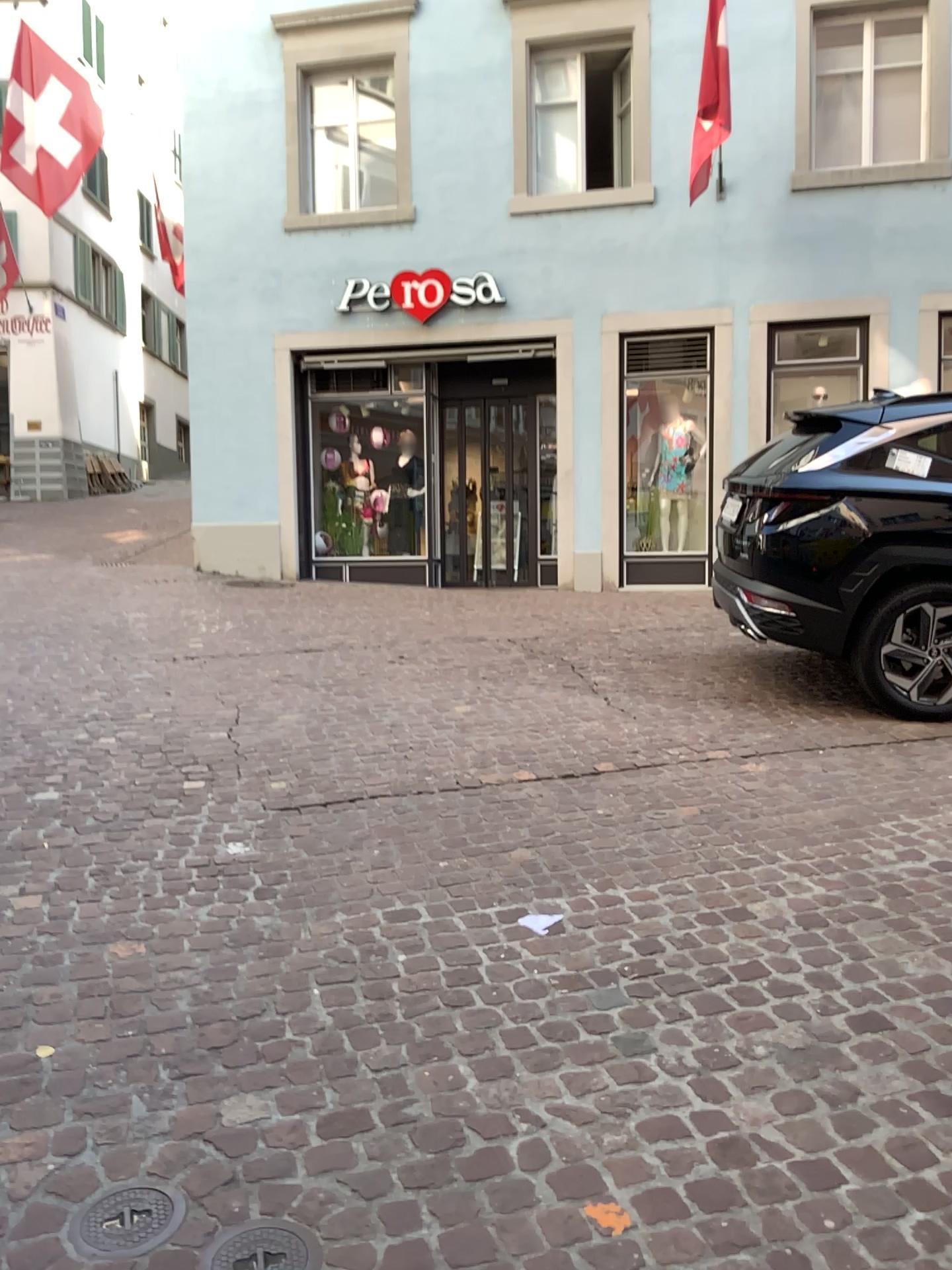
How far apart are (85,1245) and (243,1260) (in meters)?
0.30

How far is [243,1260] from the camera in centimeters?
181cm

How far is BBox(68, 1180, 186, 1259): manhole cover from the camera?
1.86m

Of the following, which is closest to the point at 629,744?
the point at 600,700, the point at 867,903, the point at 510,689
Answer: the point at 600,700

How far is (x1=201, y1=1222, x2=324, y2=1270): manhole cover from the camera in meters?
1.8 m

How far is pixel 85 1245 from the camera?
1.9m
